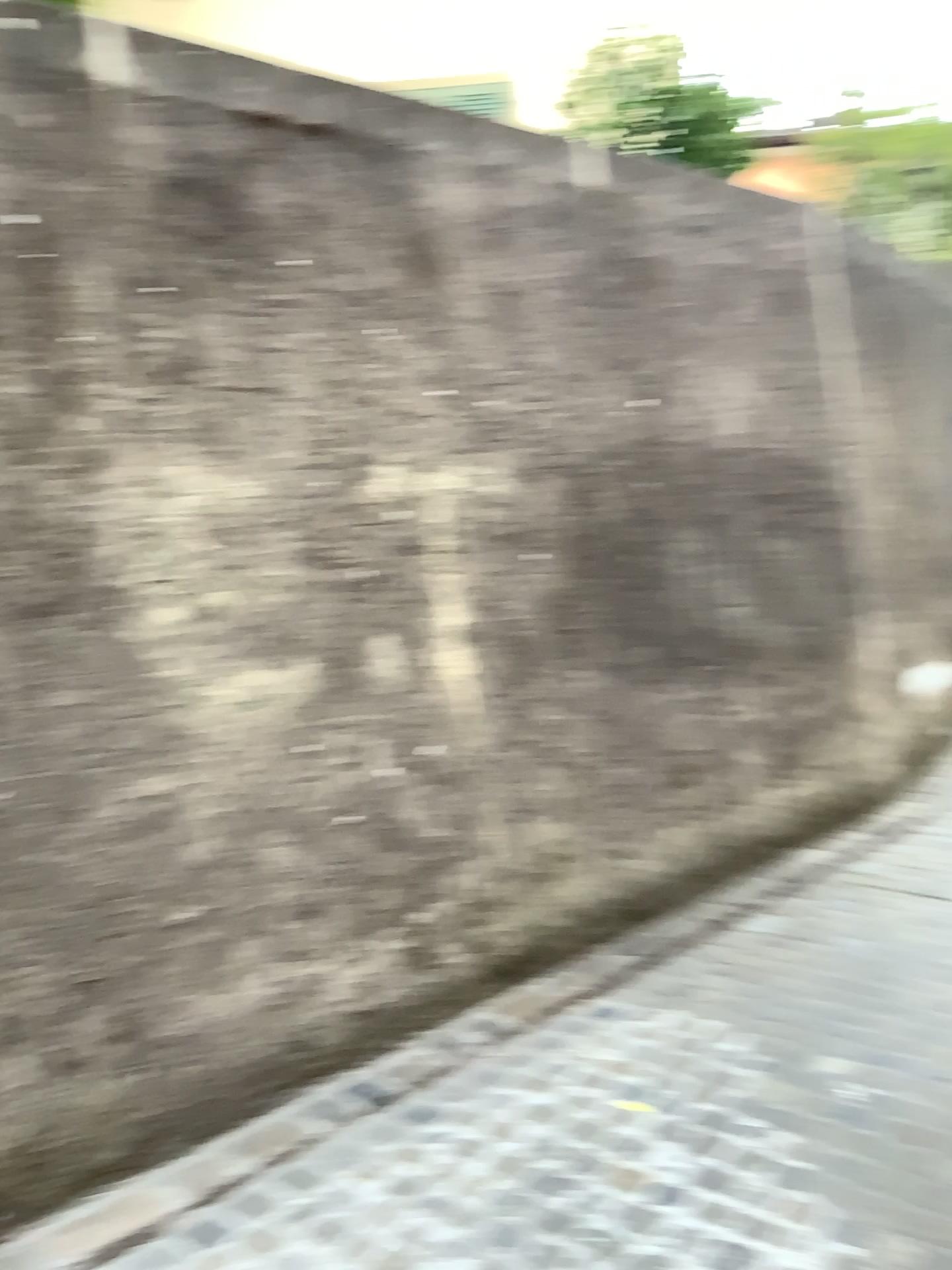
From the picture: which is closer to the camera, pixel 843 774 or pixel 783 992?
pixel 783 992
